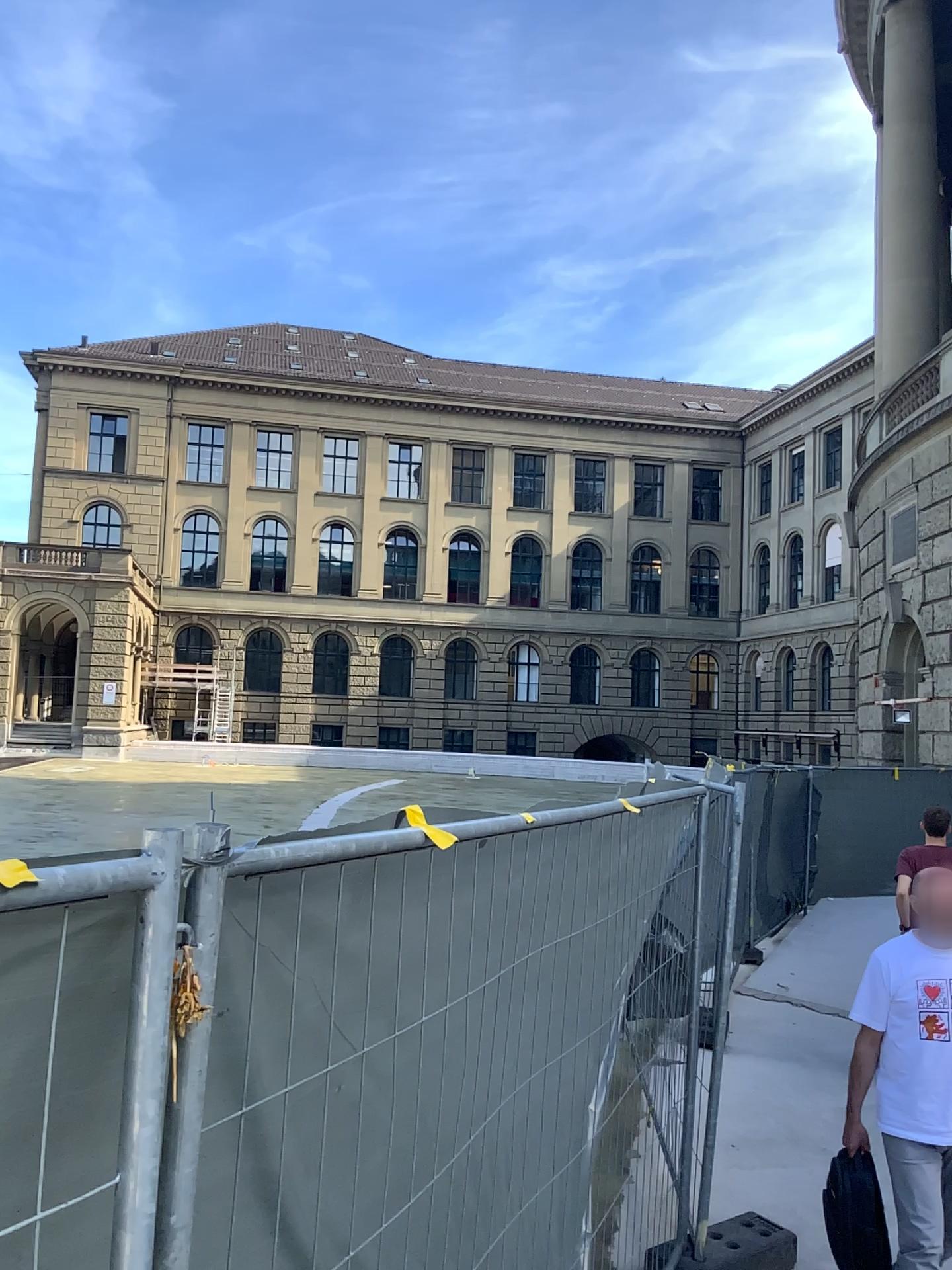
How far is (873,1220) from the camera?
3.7m

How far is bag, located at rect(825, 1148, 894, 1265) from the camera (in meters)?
3.65

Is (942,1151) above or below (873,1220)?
above

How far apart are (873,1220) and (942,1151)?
0.4m

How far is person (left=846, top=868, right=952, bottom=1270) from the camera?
3.52m

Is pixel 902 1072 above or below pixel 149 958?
below
